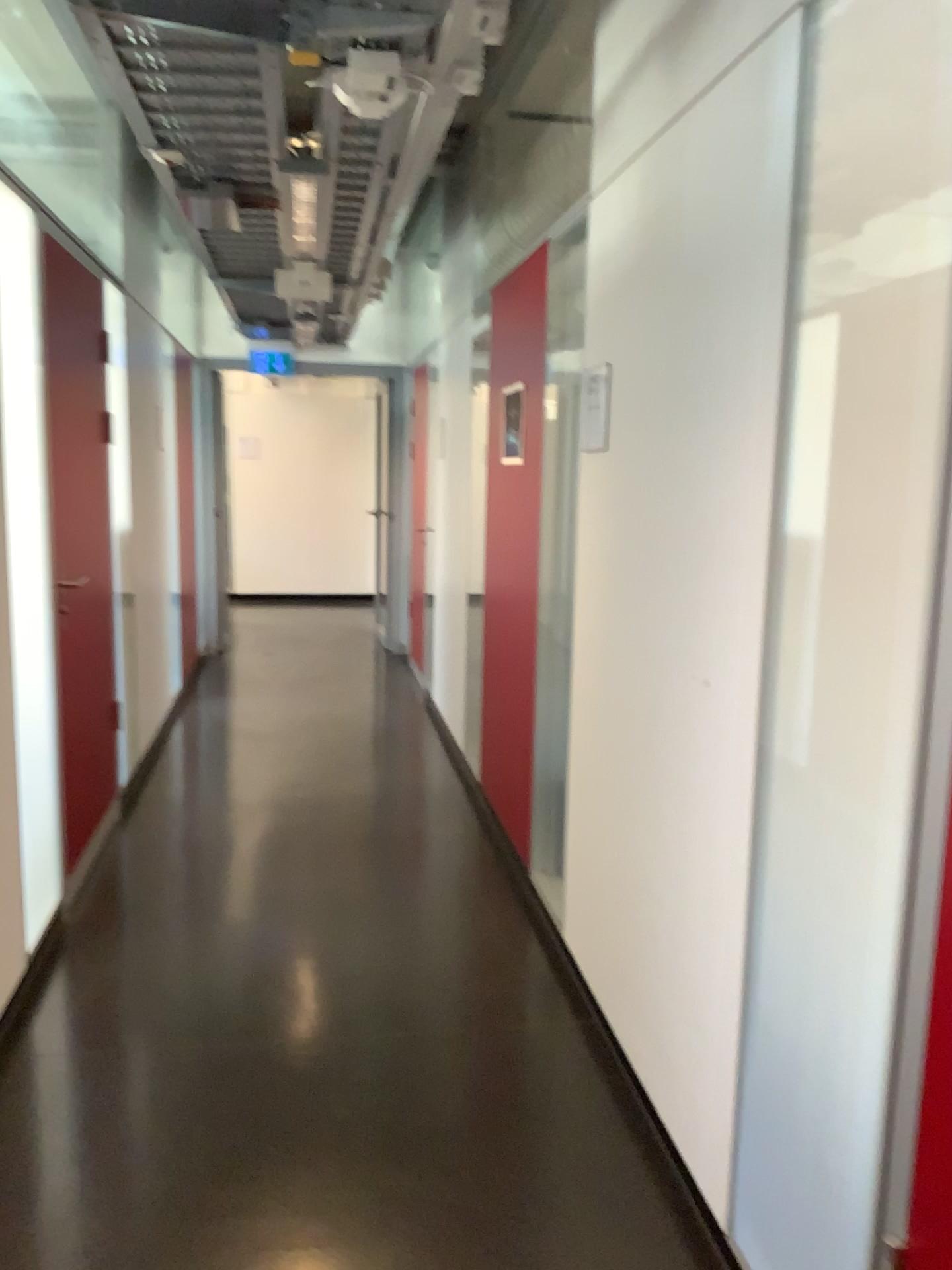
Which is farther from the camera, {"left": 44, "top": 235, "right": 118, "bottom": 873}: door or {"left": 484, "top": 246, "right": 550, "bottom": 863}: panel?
{"left": 484, "top": 246, "right": 550, "bottom": 863}: panel

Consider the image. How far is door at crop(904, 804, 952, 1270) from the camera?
1.3m

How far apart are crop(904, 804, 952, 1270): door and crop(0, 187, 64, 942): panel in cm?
252

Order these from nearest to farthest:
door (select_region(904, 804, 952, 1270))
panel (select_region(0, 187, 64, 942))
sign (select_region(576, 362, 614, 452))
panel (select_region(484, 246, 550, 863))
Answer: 1. door (select_region(904, 804, 952, 1270))
2. sign (select_region(576, 362, 614, 452))
3. panel (select_region(0, 187, 64, 942))
4. panel (select_region(484, 246, 550, 863))

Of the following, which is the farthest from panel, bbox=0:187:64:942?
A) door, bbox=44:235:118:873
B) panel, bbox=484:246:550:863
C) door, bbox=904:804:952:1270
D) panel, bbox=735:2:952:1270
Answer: door, bbox=904:804:952:1270

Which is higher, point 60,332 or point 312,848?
point 60,332

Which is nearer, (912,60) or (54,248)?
→ (912,60)

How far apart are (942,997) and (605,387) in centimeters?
179cm

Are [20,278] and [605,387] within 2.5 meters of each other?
yes

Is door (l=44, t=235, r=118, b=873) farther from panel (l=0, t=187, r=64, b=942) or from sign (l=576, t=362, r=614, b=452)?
sign (l=576, t=362, r=614, b=452)
